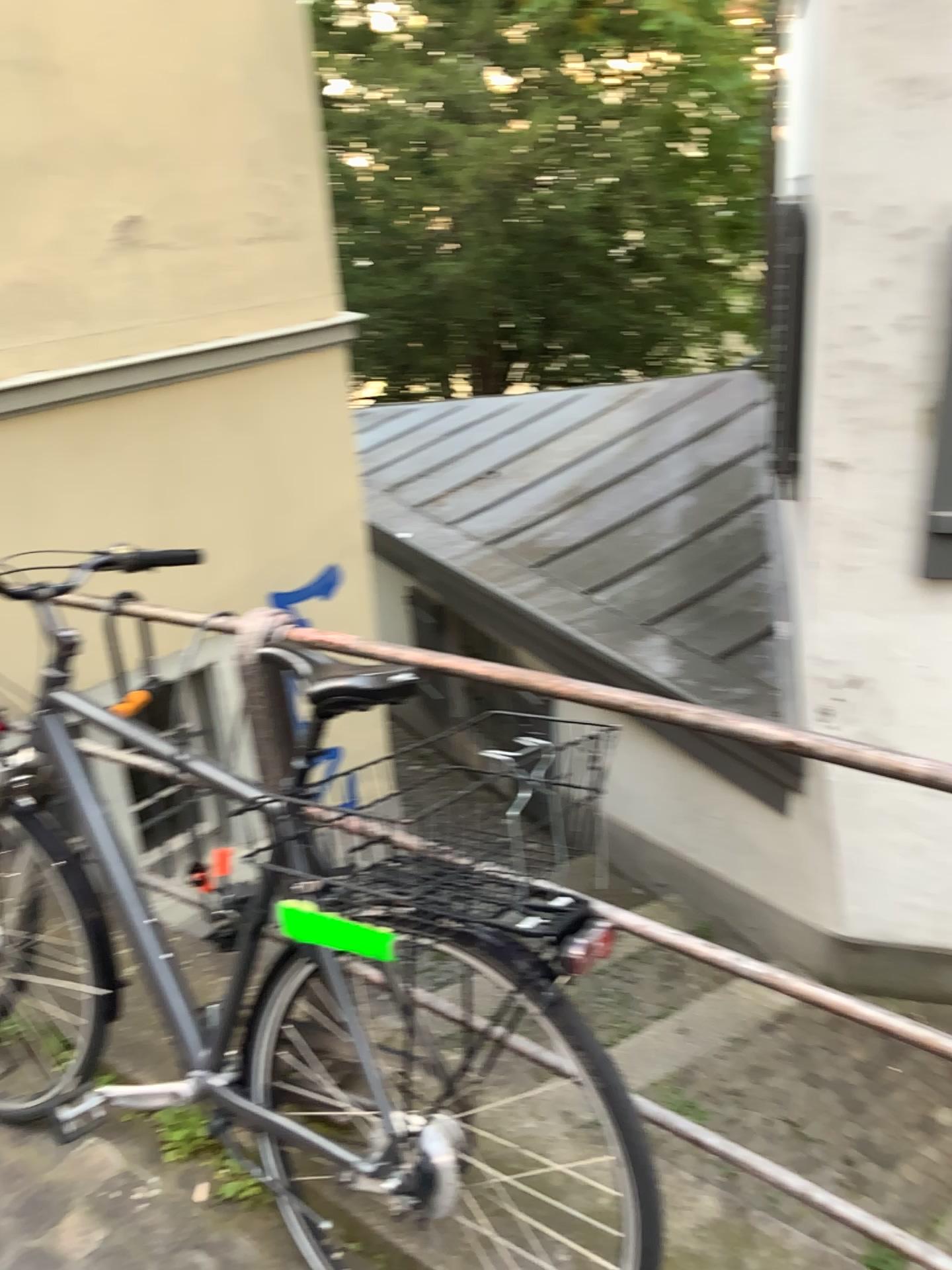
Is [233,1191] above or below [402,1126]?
below

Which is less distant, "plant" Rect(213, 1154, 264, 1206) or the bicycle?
the bicycle

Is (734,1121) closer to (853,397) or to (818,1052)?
(818,1052)

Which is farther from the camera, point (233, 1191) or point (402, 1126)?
point (233, 1191)
